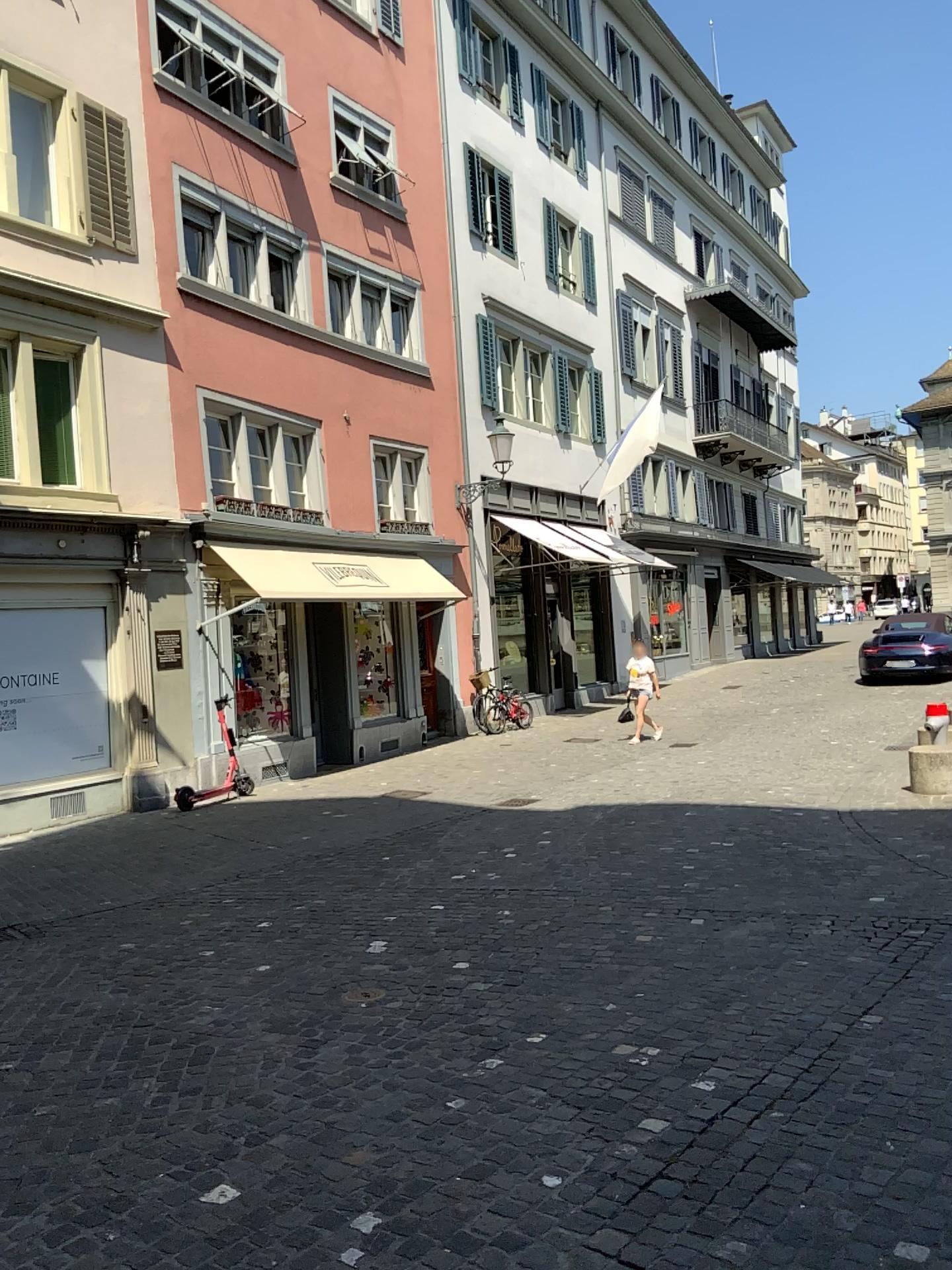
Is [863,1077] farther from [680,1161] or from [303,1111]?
[303,1111]
